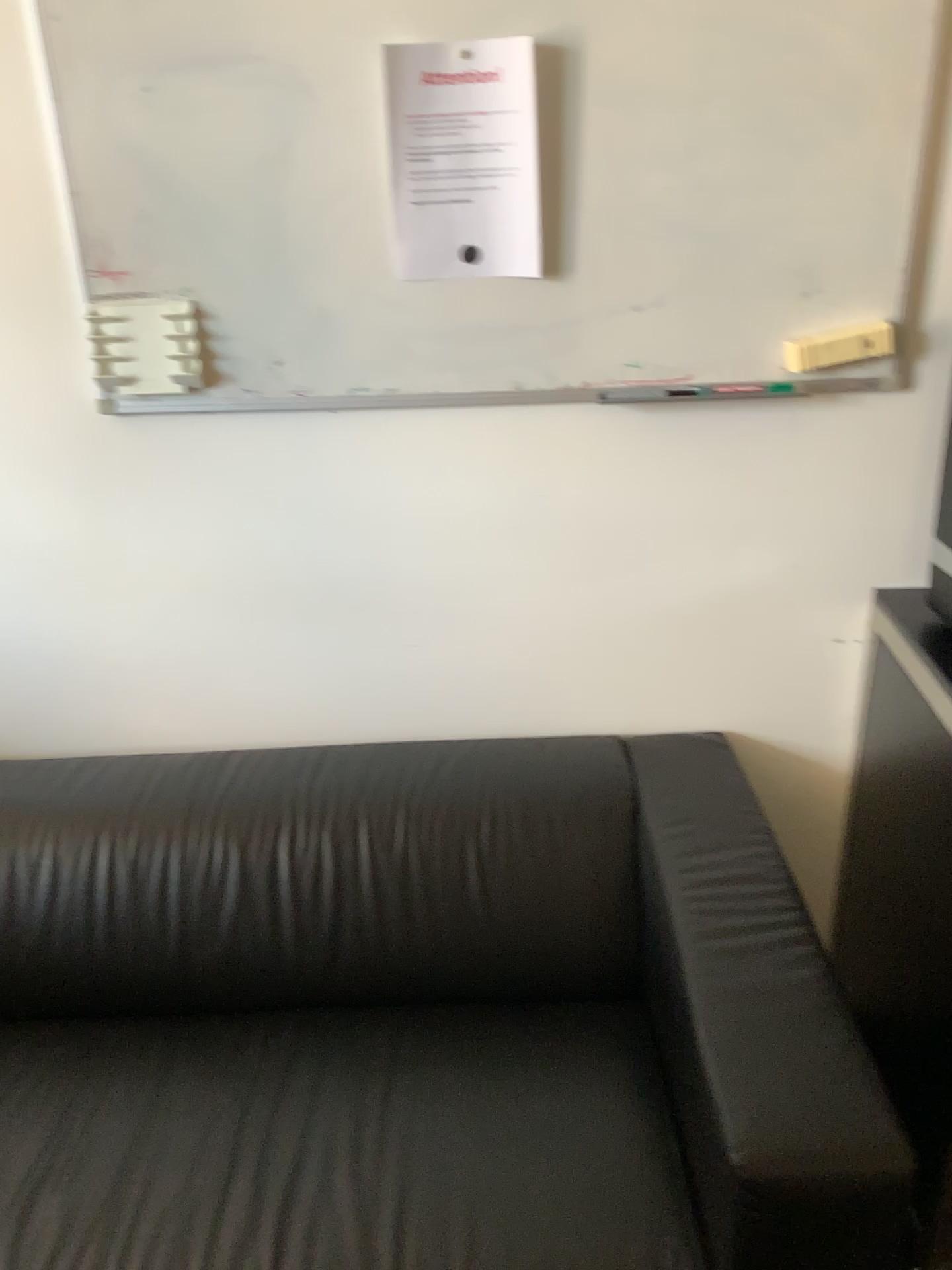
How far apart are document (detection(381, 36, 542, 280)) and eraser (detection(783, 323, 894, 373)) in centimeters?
38cm

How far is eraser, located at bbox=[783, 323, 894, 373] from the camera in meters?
1.5 m

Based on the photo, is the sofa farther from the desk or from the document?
the document

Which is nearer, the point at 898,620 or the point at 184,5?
the point at 184,5

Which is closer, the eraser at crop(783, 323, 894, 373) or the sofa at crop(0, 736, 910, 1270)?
the sofa at crop(0, 736, 910, 1270)

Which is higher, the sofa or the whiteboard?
the whiteboard

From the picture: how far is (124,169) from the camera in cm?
147

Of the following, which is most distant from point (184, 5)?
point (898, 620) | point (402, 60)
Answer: point (898, 620)

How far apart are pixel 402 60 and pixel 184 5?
0.29m

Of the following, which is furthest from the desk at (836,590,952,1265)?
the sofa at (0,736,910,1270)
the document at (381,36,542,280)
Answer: the document at (381,36,542,280)
